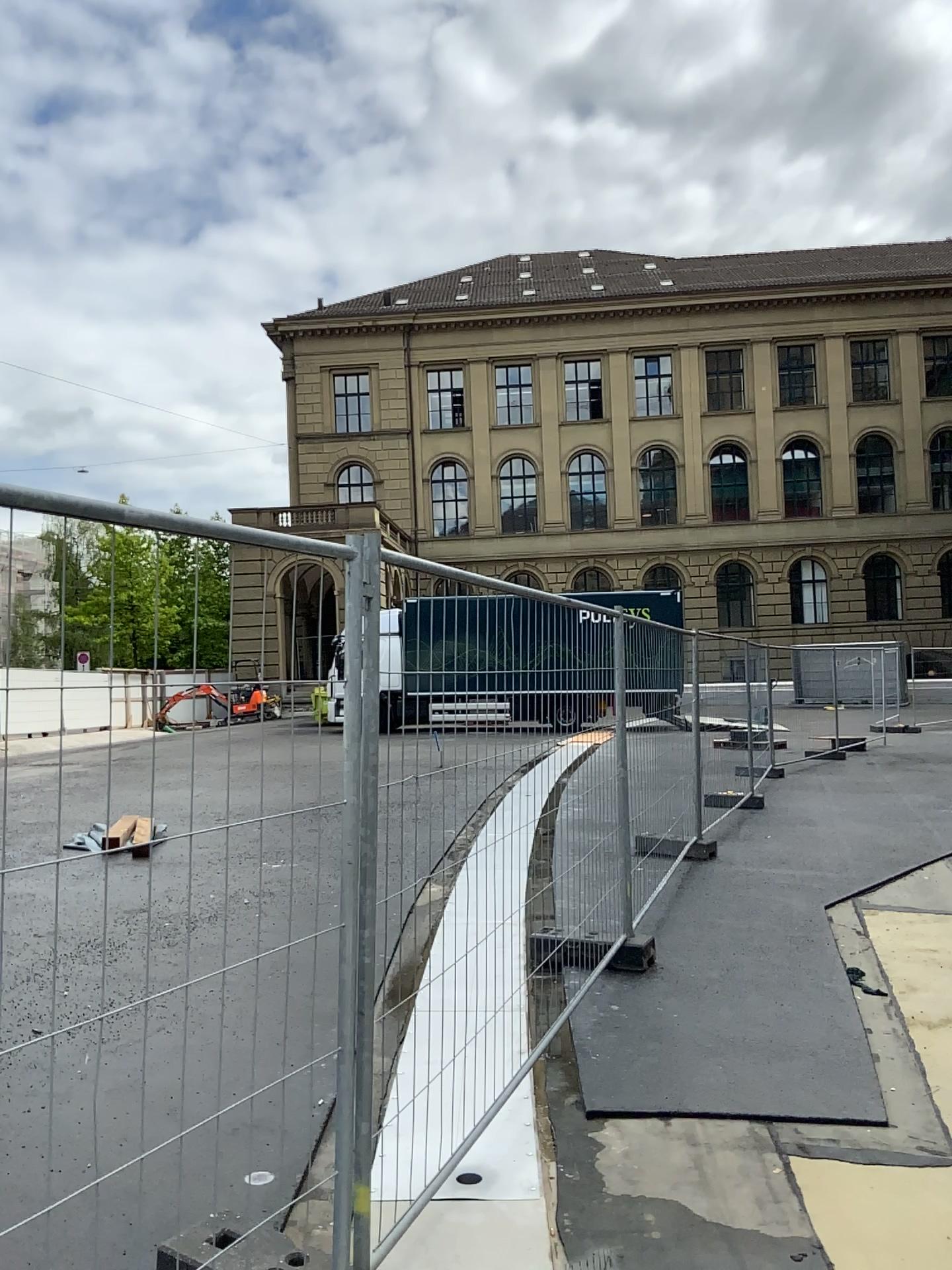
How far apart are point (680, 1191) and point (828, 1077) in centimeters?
108cm
